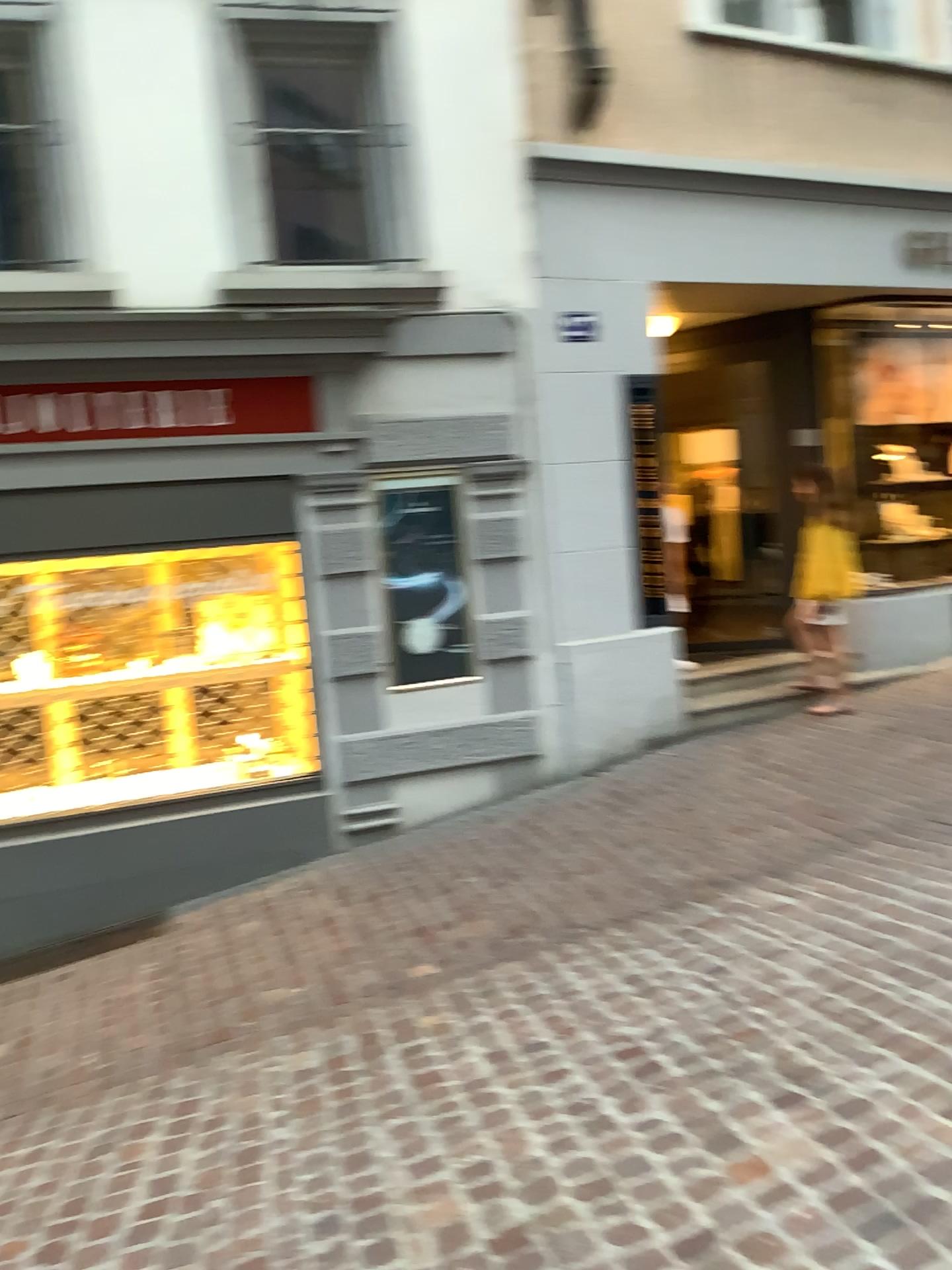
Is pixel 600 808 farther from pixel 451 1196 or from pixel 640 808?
pixel 451 1196
